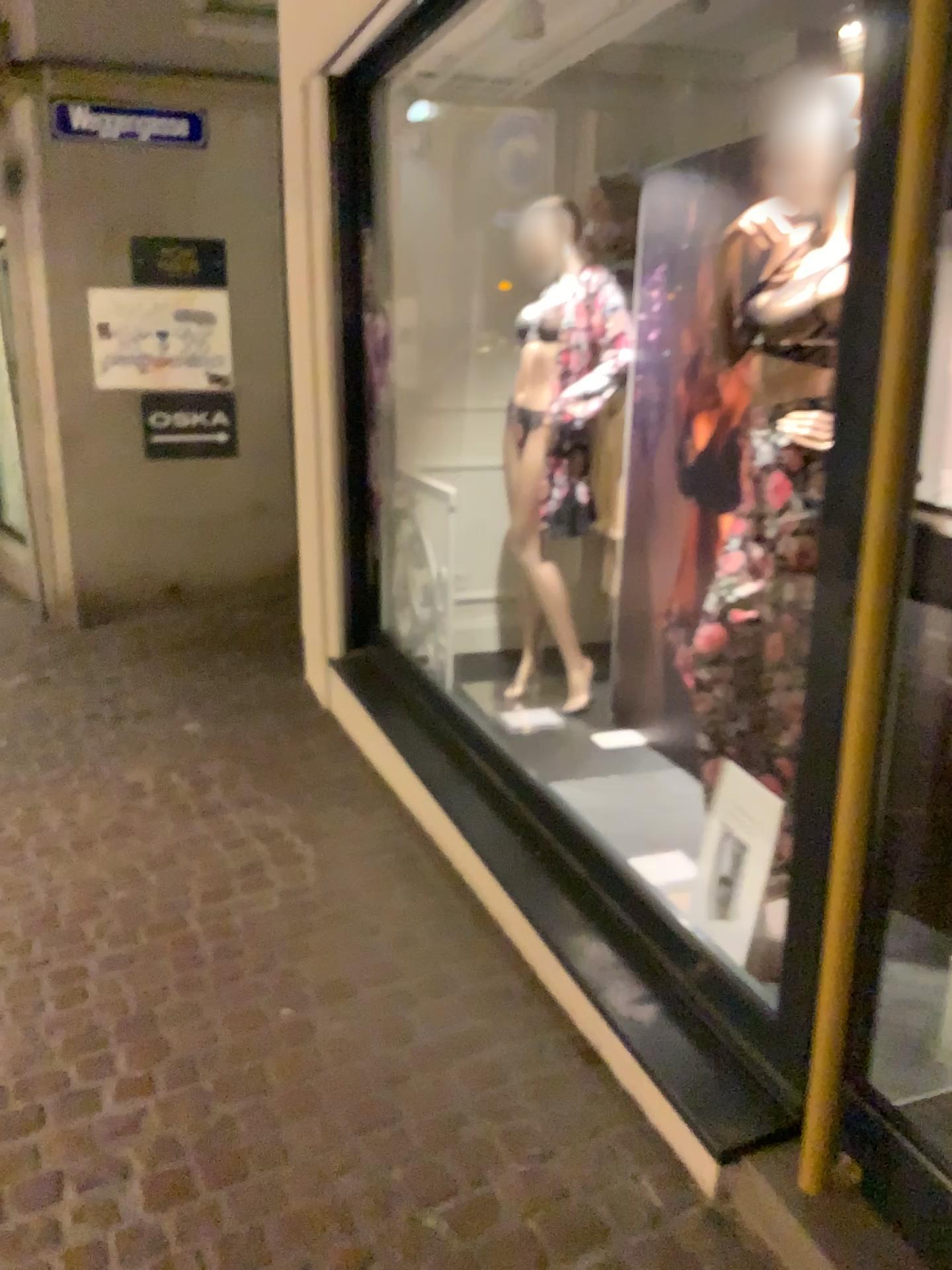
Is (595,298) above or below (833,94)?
below

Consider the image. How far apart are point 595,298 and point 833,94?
1.5m

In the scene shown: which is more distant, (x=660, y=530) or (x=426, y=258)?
(x=426, y=258)

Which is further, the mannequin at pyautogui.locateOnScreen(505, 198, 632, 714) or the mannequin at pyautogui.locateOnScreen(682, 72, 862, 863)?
the mannequin at pyautogui.locateOnScreen(505, 198, 632, 714)

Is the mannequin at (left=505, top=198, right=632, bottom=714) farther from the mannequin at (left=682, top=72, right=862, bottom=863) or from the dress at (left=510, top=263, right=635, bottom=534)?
the mannequin at (left=682, top=72, right=862, bottom=863)

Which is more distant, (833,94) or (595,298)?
(595,298)

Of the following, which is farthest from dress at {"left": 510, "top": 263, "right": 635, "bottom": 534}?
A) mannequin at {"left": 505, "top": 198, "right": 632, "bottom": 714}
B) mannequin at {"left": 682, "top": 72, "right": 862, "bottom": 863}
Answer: mannequin at {"left": 682, "top": 72, "right": 862, "bottom": 863}

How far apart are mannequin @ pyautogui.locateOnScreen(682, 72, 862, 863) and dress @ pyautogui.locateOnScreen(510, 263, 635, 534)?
1.03m

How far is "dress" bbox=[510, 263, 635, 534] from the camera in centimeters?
350cm
